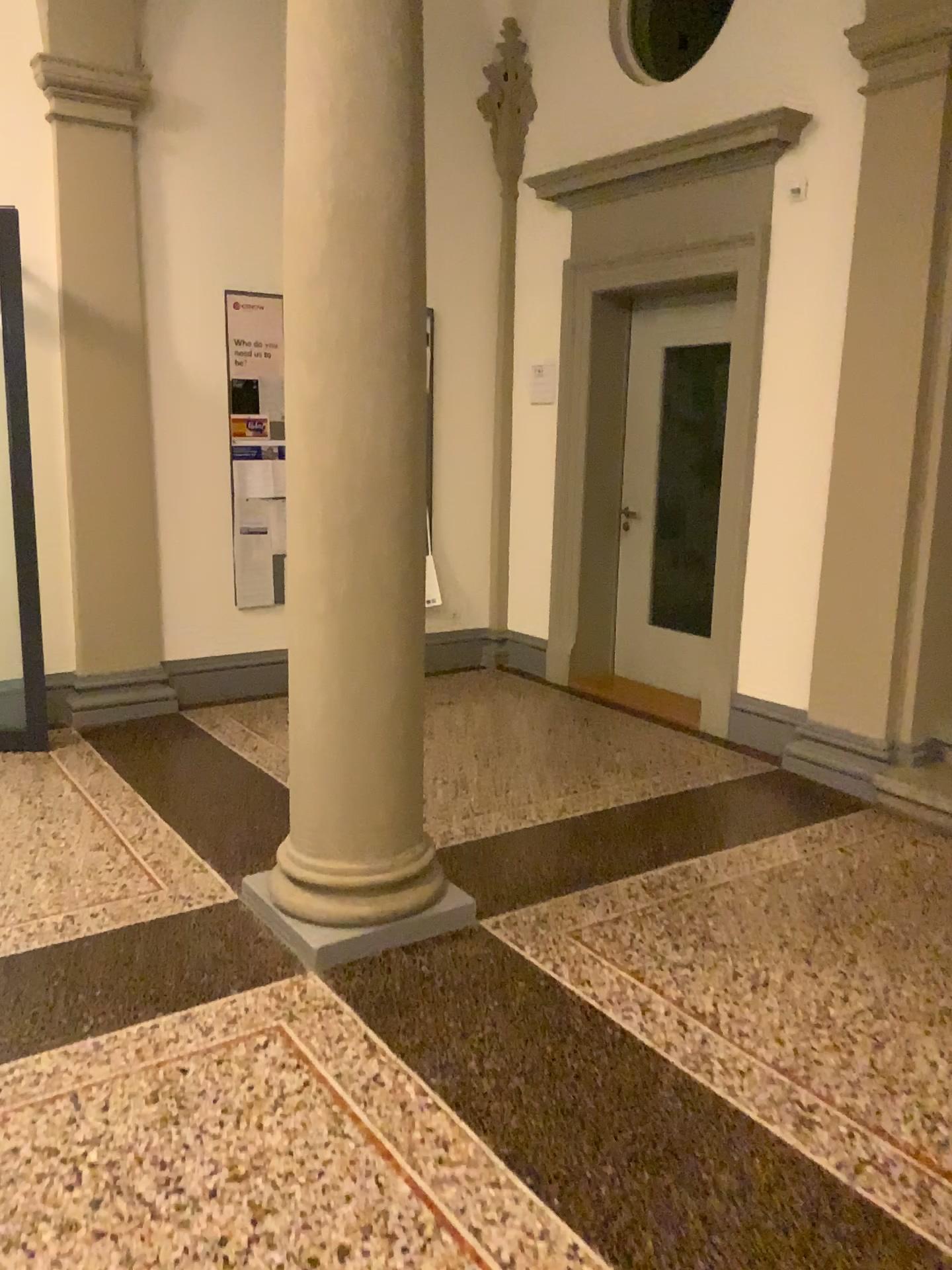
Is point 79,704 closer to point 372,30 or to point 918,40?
point 372,30

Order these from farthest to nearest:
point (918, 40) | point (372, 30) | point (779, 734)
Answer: point (779, 734), point (918, 40), point (372, 30)

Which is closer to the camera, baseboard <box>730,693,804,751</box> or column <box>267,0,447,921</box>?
column <box>267,0,447,921</box>

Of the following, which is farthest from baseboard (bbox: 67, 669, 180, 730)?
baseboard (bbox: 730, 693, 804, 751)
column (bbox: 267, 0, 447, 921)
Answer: baseboard (bbox: 730, 693, 804, 751)

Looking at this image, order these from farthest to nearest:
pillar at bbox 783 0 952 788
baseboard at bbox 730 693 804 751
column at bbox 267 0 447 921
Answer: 1. baseboard at bbox 730 693 804 751
2. pillar at bbox 783 0 952 788
3. column at bbox 267 0 447 921

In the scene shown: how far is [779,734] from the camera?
4.78m

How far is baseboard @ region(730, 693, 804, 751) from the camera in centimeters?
478cm

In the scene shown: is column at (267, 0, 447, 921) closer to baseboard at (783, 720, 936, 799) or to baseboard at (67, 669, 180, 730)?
baseboard at (783, 720, 936, 799)

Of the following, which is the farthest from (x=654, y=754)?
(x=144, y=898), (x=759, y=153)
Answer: (x=759, y=153)
